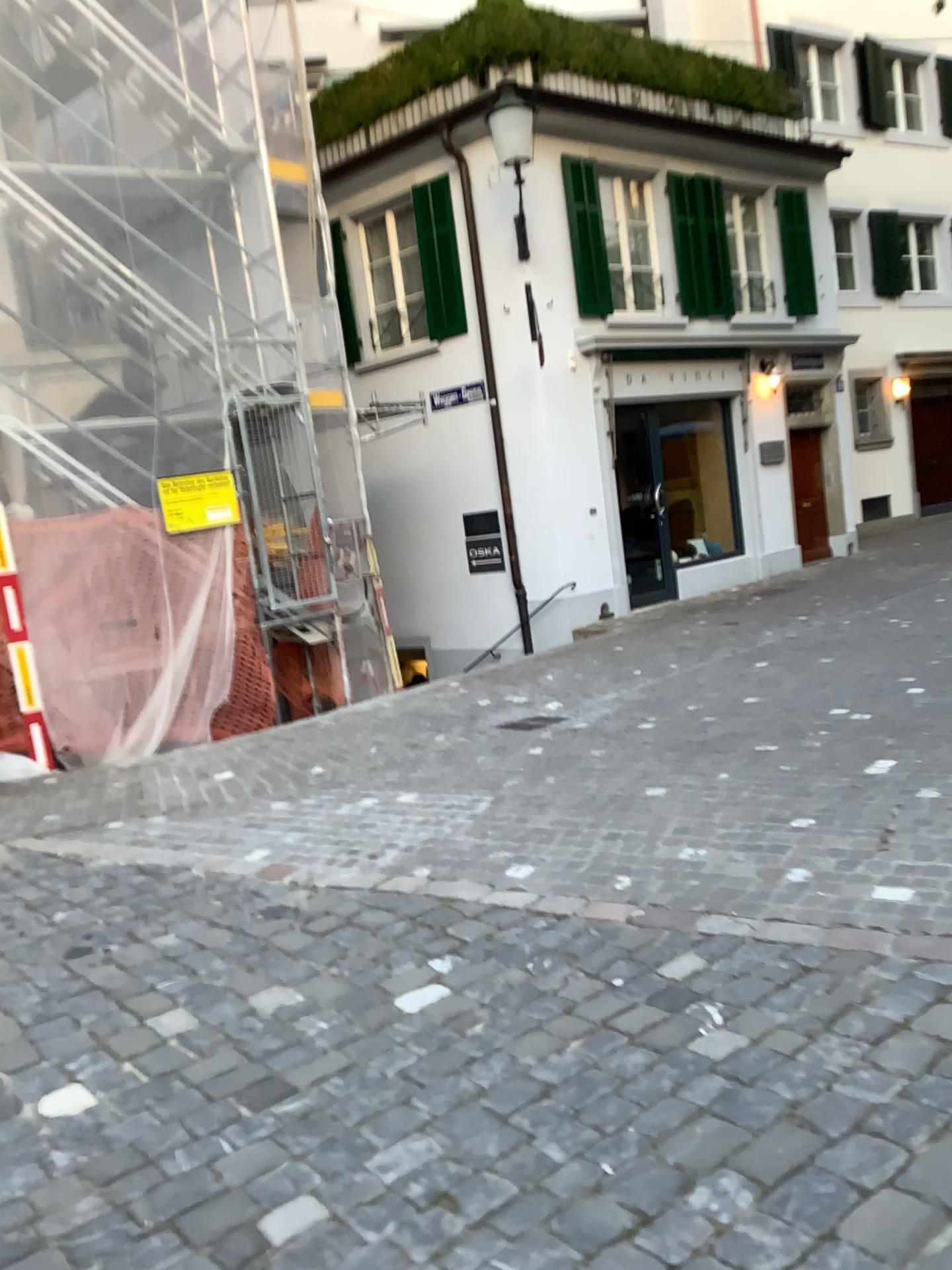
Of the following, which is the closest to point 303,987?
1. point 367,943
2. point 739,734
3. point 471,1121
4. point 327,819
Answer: point 367,943
